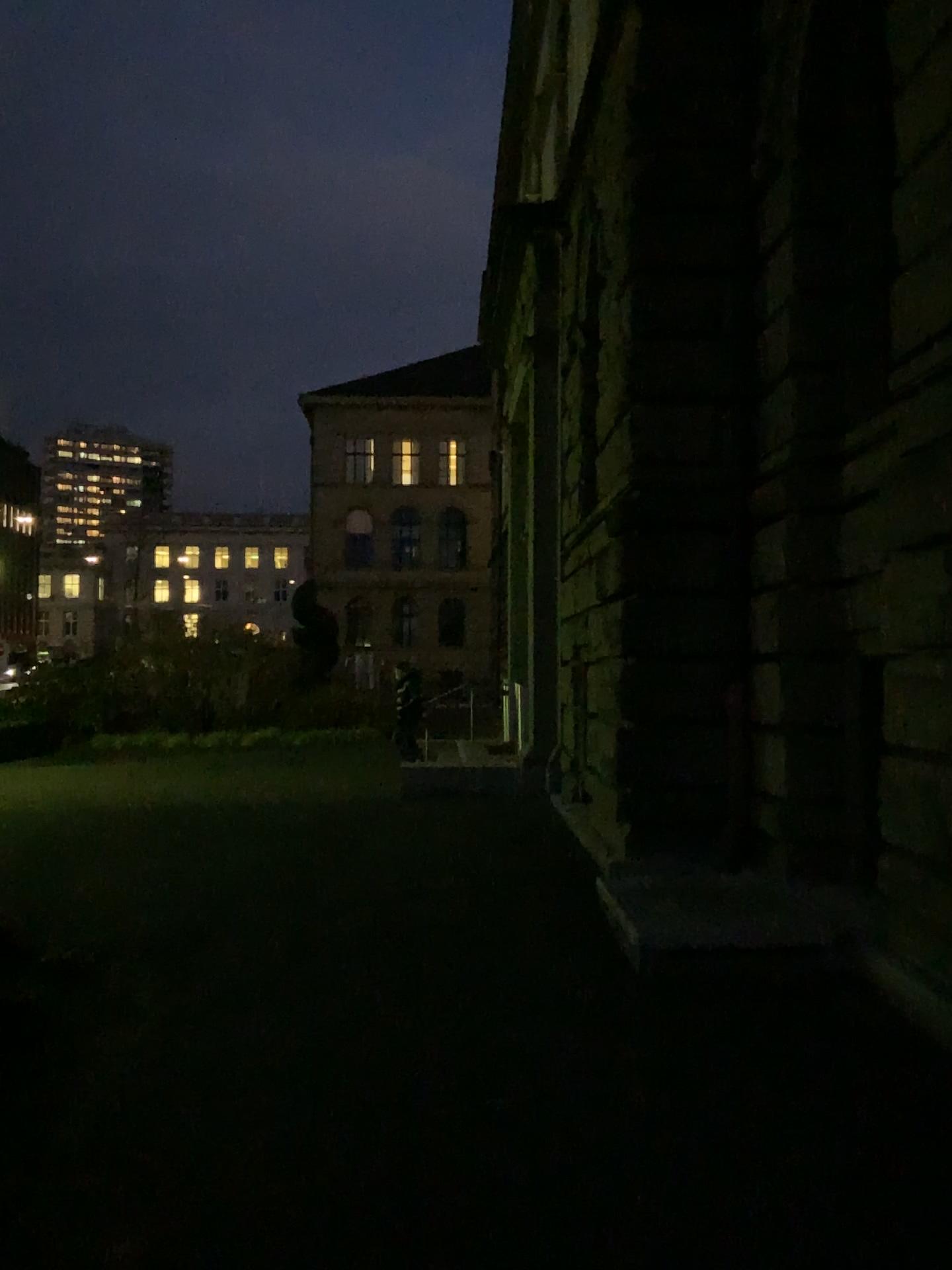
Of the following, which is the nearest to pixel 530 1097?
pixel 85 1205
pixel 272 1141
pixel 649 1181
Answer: pixel 649 1181
